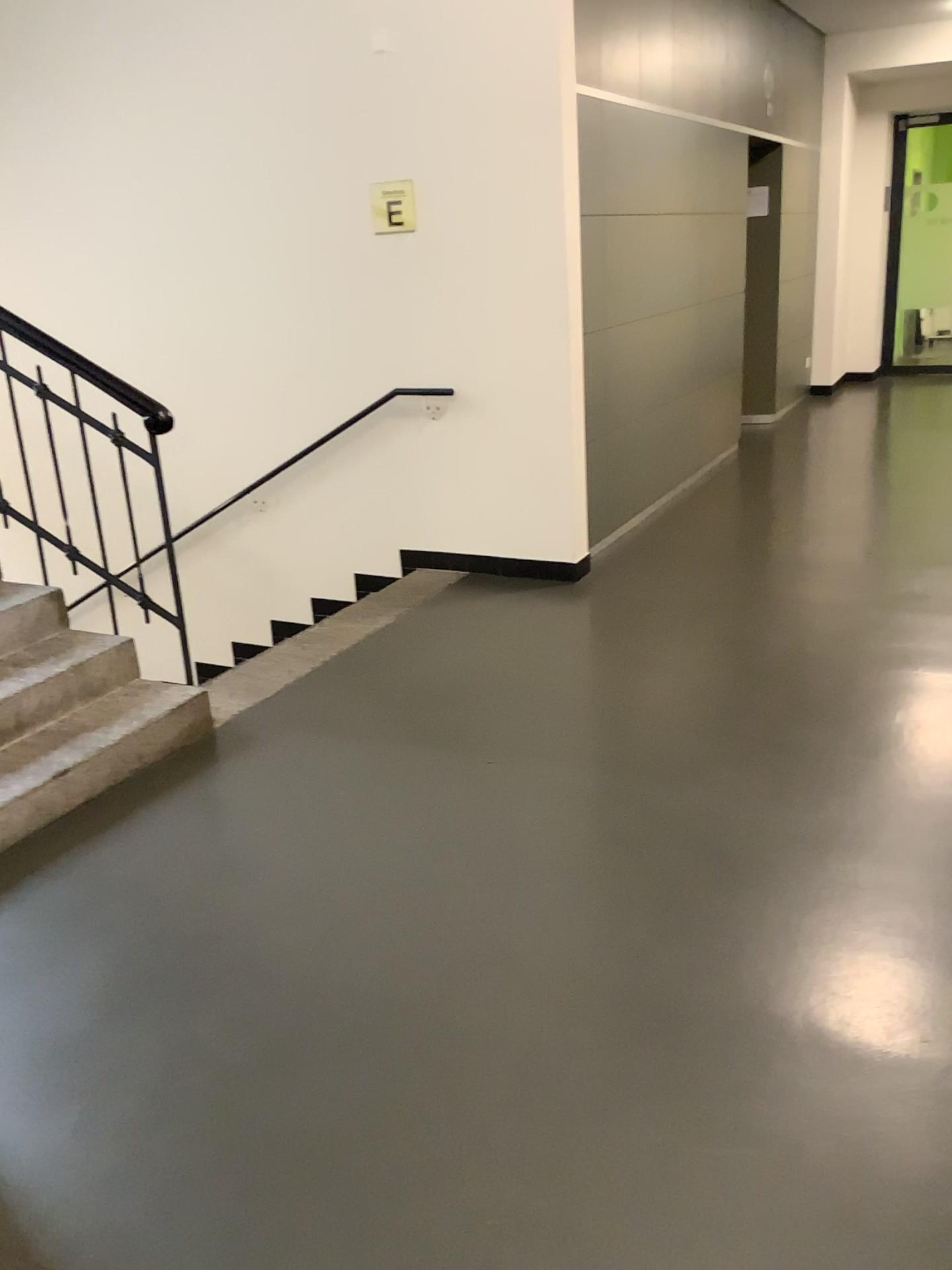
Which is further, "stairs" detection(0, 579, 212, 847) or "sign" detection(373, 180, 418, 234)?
"sign" detection(373, 180, 418, 234)

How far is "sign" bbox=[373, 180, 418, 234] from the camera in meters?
4.7

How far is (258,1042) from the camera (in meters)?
2.10

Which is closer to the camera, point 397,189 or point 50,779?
point 50,779

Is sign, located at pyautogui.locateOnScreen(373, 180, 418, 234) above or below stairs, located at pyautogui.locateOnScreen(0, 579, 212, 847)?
above

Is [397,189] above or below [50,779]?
above

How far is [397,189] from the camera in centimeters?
471cm
